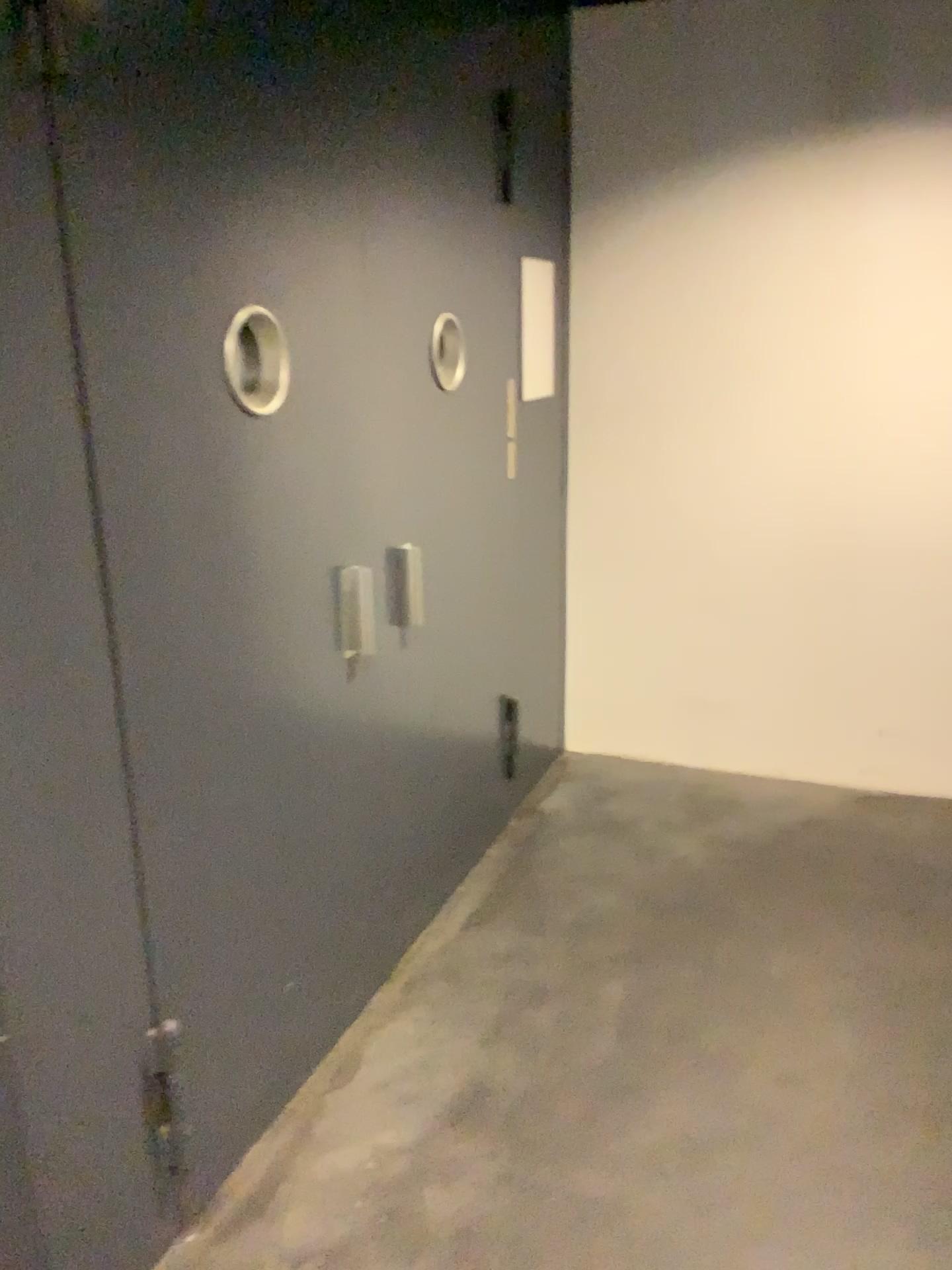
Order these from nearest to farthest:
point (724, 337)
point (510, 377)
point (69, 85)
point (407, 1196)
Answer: point (69, 85)
point (407, 1196)
point (510, 377)
point (724, 337)

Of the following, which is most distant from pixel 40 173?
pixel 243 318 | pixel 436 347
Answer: pixel 436 347

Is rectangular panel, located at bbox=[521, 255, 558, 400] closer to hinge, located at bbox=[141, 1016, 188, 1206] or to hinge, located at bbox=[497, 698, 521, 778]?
hinge, located at bbox=[497, 698, 521, 778]

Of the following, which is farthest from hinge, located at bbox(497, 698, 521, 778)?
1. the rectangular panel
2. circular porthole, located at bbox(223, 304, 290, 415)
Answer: circular porthole, located at bbox(223, 304, 290, 415)

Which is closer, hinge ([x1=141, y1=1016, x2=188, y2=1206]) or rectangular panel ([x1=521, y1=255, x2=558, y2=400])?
hinge ([x1=141, y1=1016, x2=188, y2=1206])

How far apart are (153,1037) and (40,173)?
1.4m

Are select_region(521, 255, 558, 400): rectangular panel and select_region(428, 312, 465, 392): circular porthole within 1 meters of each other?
yes

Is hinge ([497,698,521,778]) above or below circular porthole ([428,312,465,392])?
below

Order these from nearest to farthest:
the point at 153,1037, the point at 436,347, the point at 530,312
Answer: the point at 153,1037 < the point at 436,347 < the point at 530,312

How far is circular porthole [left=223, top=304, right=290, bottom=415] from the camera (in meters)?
1.88
